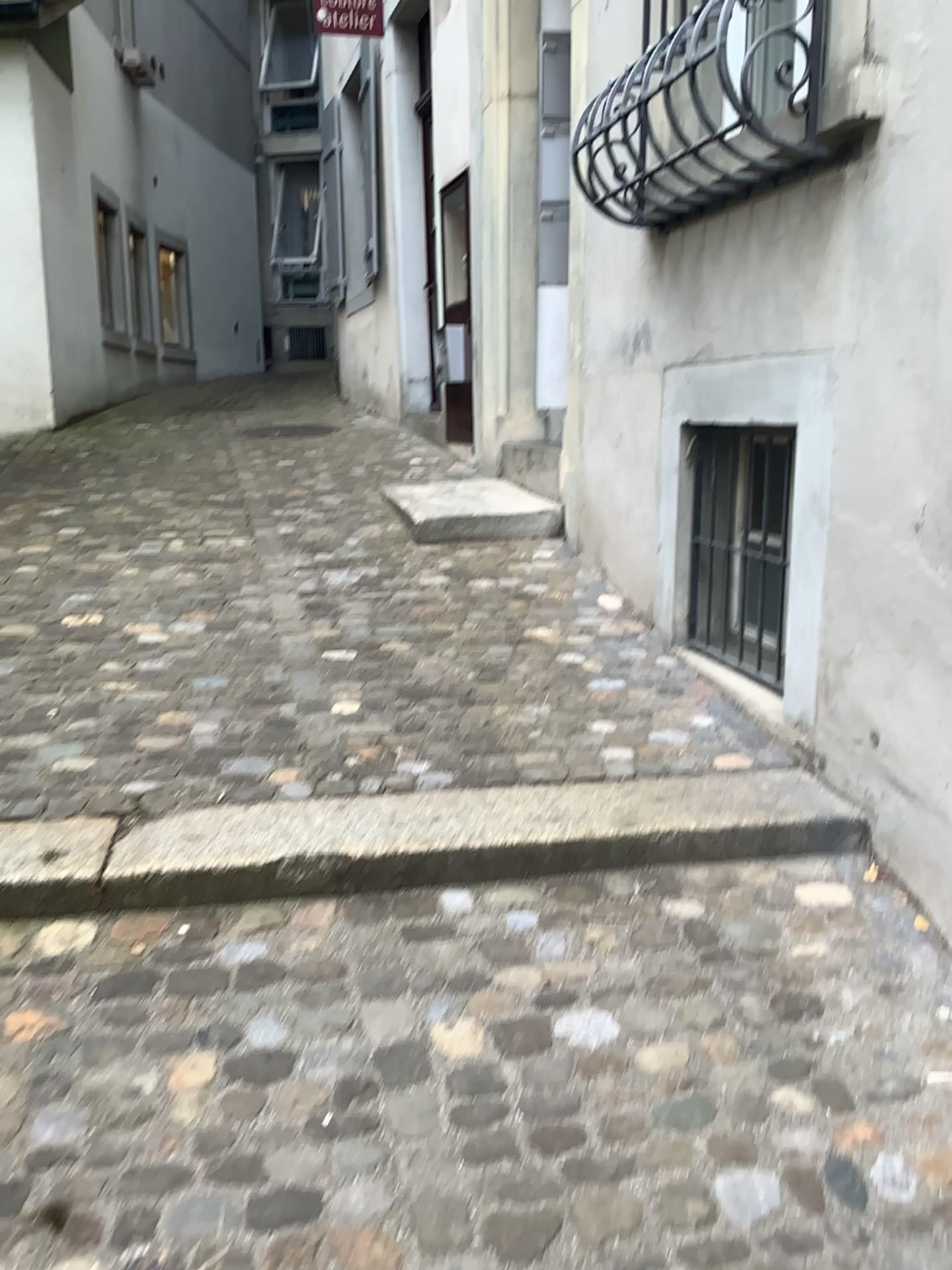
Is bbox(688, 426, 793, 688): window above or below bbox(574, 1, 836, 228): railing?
below

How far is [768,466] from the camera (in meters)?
3.19

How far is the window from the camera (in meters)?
3.19

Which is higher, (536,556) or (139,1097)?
(536,556)

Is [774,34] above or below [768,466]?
above

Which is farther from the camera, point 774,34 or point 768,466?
point 768,466

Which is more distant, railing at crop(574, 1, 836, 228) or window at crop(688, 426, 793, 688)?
window at crop(688, 426, 793, 688)
